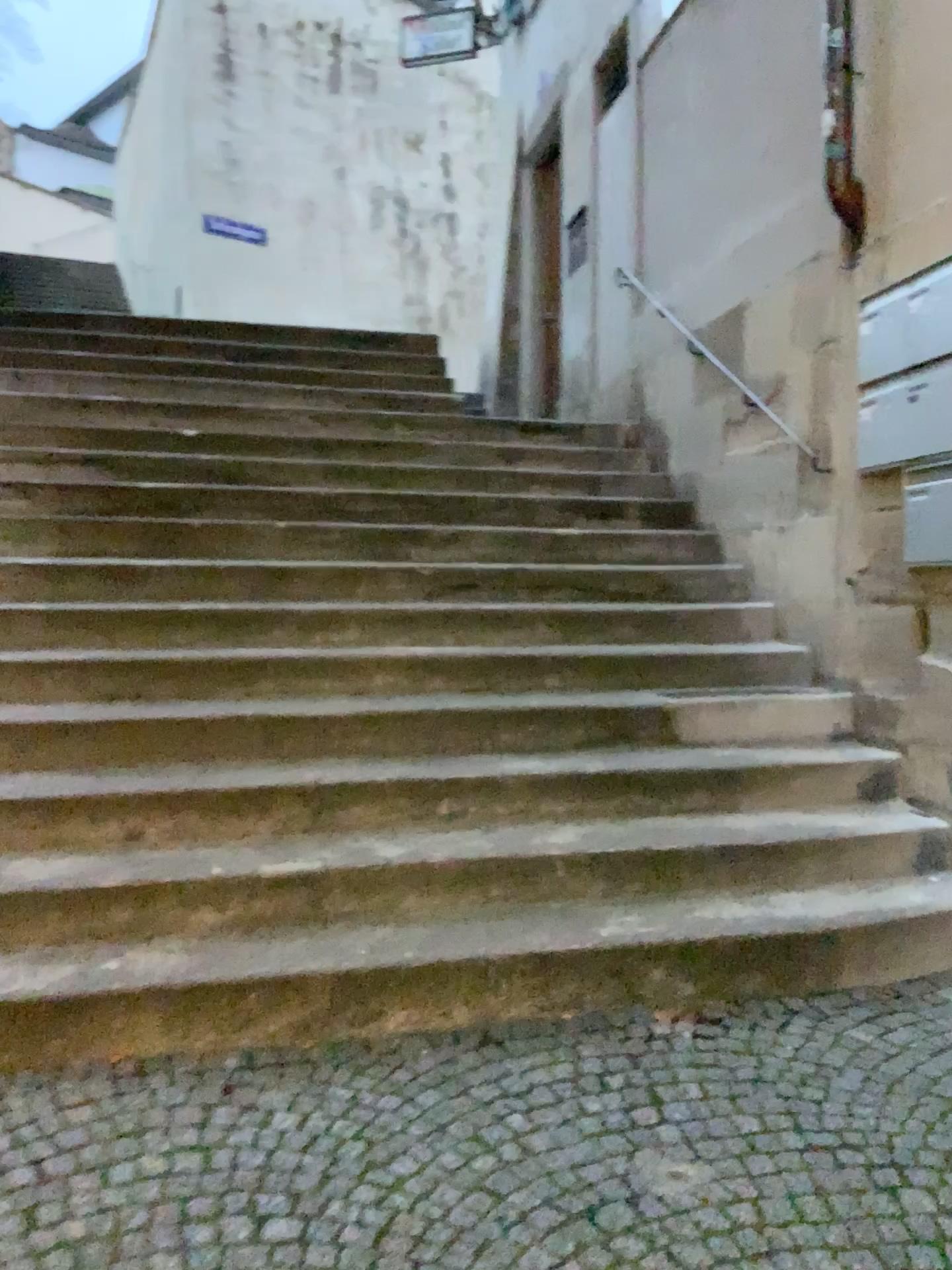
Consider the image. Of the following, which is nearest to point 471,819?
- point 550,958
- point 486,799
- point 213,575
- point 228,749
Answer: point 486,799
